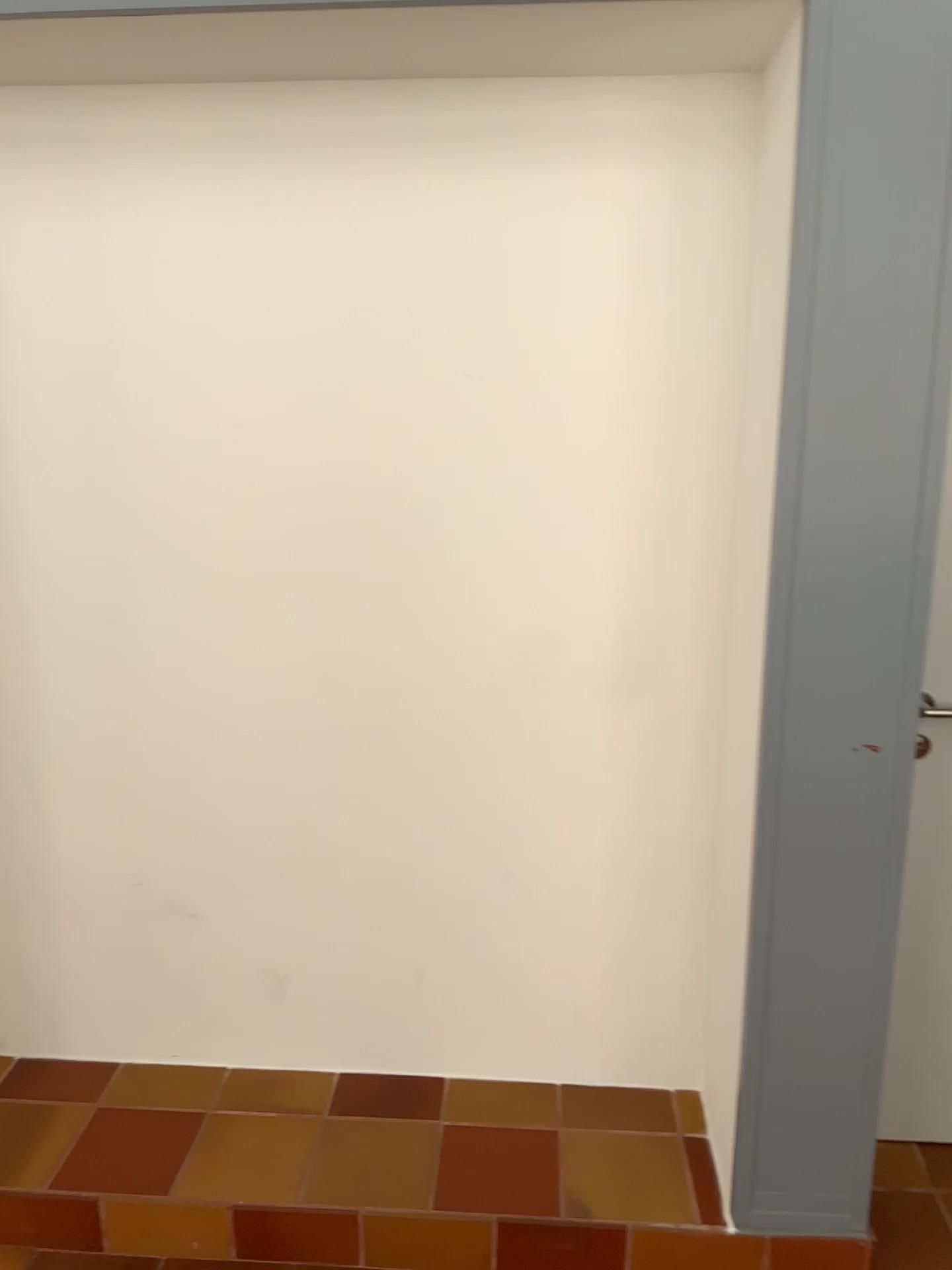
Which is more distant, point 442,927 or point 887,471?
point 442,927

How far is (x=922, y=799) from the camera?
2.2 meters

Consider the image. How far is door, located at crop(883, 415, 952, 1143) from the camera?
2.2m
